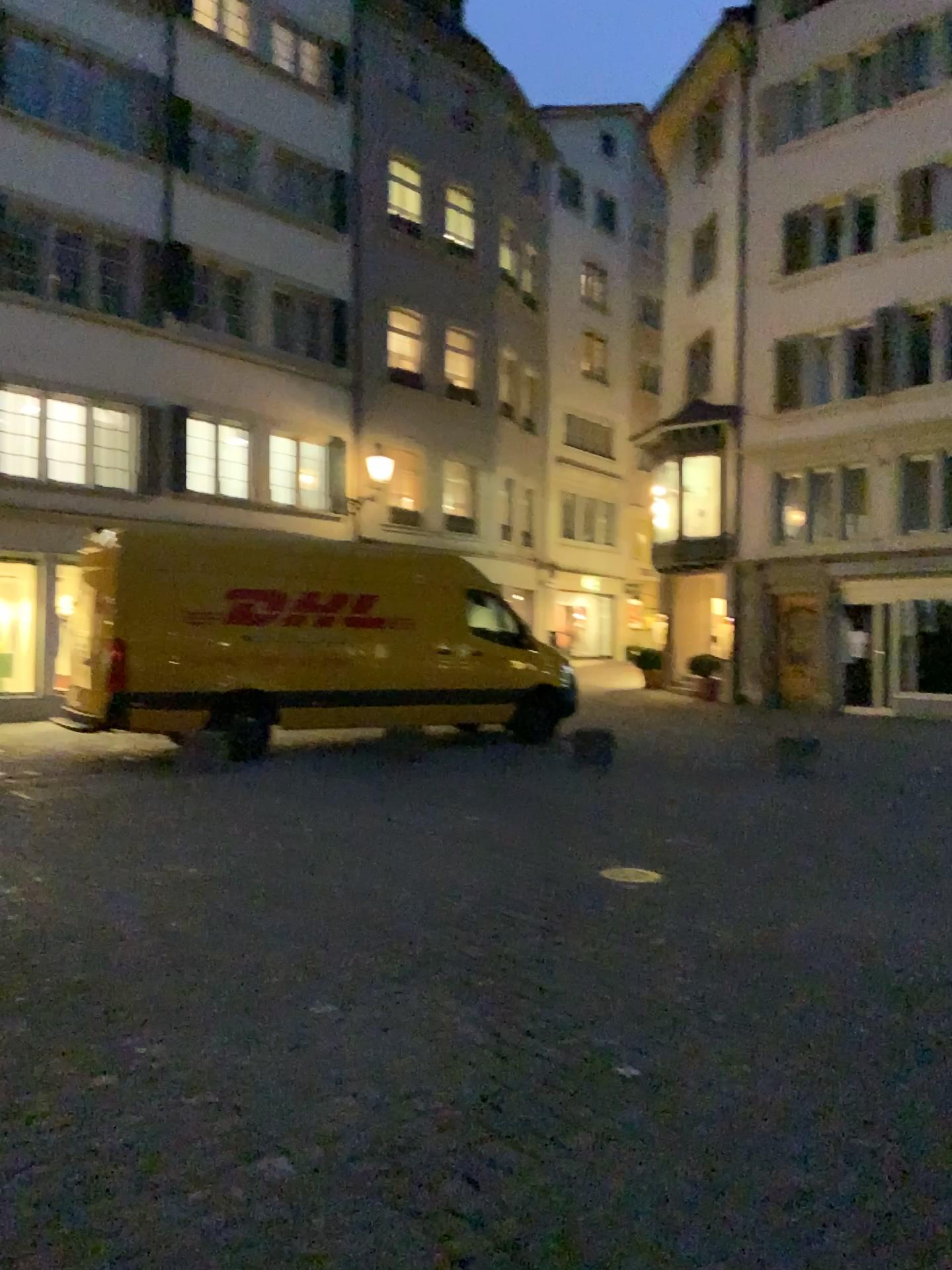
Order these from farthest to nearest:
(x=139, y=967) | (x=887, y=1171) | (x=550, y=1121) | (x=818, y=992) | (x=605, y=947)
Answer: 1. (x=605, y=947)
2. (x=139, y=967)
3. (x=818, y=992)
4. (x=550, y=1121)
5. (x=887, y=1171)
